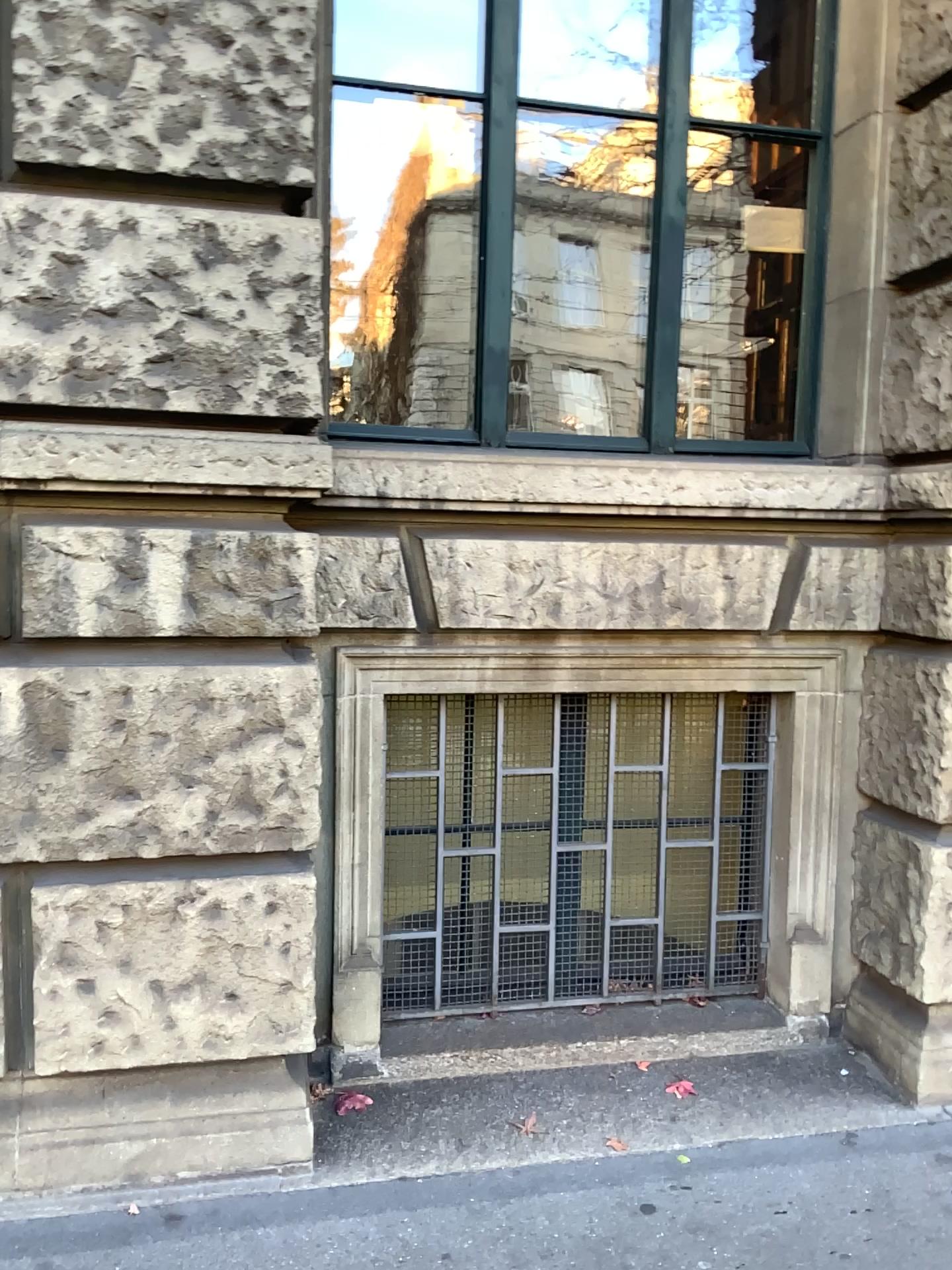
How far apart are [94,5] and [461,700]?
1.9 meters

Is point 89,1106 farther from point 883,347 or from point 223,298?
point 883,347

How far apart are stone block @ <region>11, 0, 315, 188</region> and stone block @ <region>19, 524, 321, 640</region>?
0.8 meters

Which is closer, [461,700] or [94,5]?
[94,5]

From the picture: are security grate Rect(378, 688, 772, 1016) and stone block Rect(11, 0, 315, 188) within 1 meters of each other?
no

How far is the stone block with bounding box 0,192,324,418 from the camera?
2.3 meters

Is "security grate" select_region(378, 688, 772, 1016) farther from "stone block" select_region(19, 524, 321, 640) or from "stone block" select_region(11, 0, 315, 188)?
"stone block" select_region(11, 0, 315, 188)

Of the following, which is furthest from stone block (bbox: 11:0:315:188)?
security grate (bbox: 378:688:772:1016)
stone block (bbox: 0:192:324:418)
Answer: security grate (bbox: 378:688:772:1016)

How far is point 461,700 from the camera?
3.11m

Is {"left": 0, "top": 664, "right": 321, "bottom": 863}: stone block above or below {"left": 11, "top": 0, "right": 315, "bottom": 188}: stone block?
below
